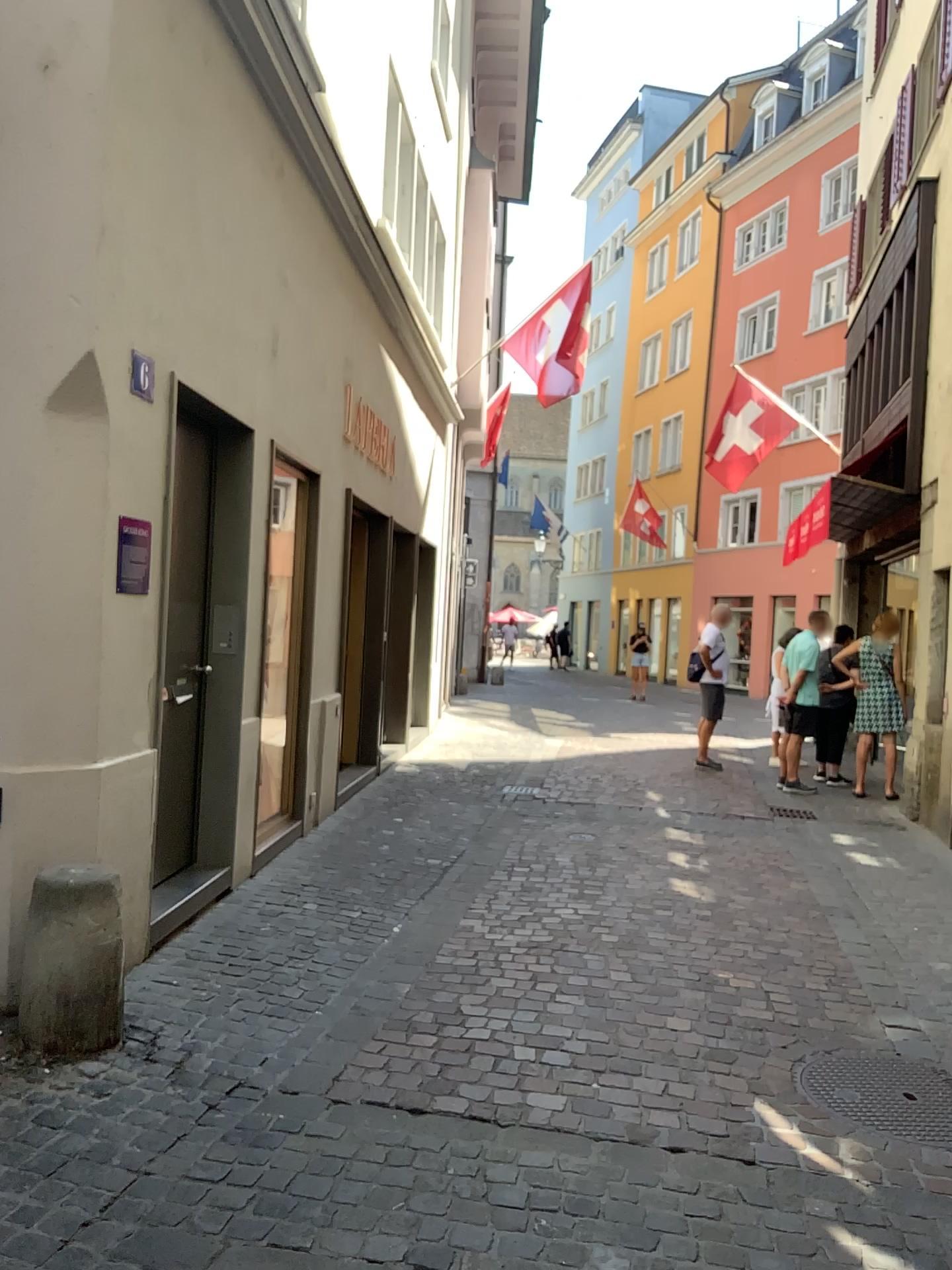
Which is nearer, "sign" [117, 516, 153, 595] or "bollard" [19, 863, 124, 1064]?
"bollard" [19, 863, 124, 1064]

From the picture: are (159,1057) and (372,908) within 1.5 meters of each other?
no

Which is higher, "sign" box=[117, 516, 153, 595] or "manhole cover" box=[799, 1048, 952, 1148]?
"sign" box=[117, 516, 153, 595]

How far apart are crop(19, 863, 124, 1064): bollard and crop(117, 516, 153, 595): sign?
1.10m

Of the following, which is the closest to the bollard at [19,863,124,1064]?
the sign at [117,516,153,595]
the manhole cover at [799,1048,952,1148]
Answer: the sign at [117,516,153,595]

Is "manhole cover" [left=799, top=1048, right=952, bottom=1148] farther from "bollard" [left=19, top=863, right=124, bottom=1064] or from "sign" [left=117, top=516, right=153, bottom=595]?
"sign" [left=117, top=516, right=153, bottom=595]

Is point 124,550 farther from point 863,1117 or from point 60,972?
point 863,1117

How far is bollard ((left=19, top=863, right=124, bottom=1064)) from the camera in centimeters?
332cm

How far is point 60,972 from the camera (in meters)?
3.32

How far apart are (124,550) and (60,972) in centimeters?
149cm
